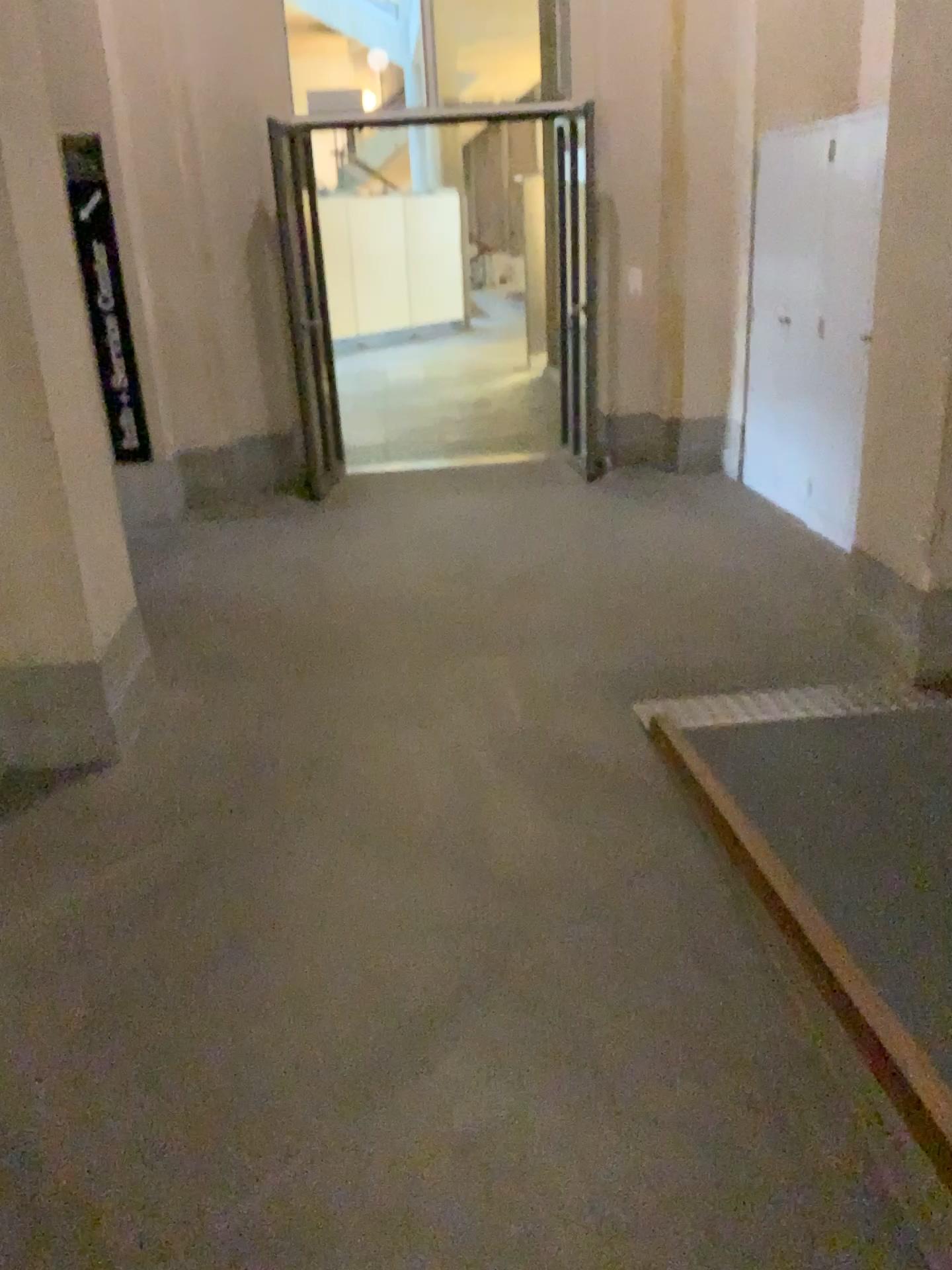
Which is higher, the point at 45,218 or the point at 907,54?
the point at 907,54

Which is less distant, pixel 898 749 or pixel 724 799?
pixel 724 799

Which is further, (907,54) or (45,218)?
(907,54)

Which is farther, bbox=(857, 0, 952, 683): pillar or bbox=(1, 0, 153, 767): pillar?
bbox=(857, 0, 952, 683): pillar
